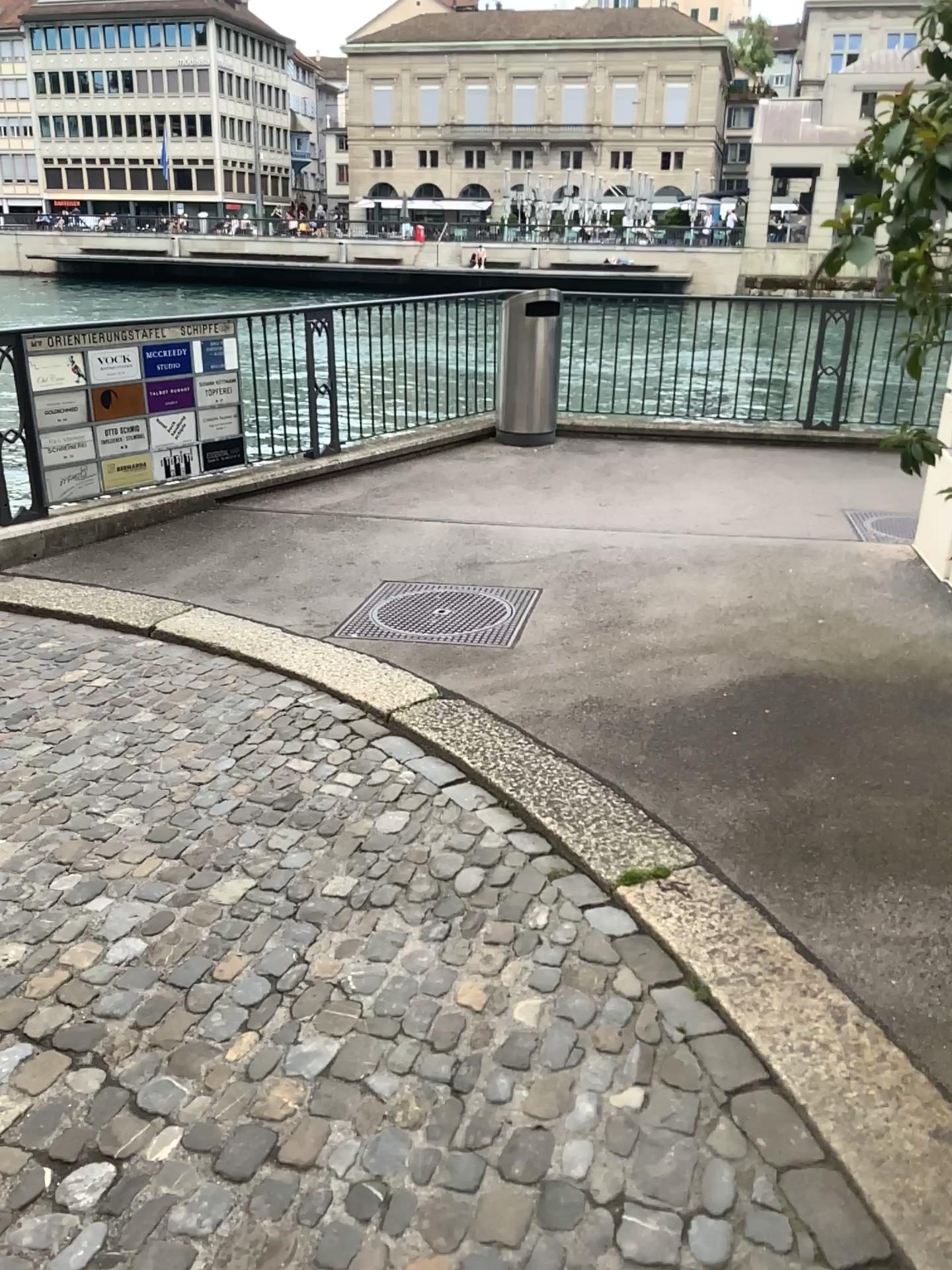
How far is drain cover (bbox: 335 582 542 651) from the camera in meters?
4.5 m

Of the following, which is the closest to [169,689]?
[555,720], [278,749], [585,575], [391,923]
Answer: [278,749]

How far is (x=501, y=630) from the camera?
4.53m
